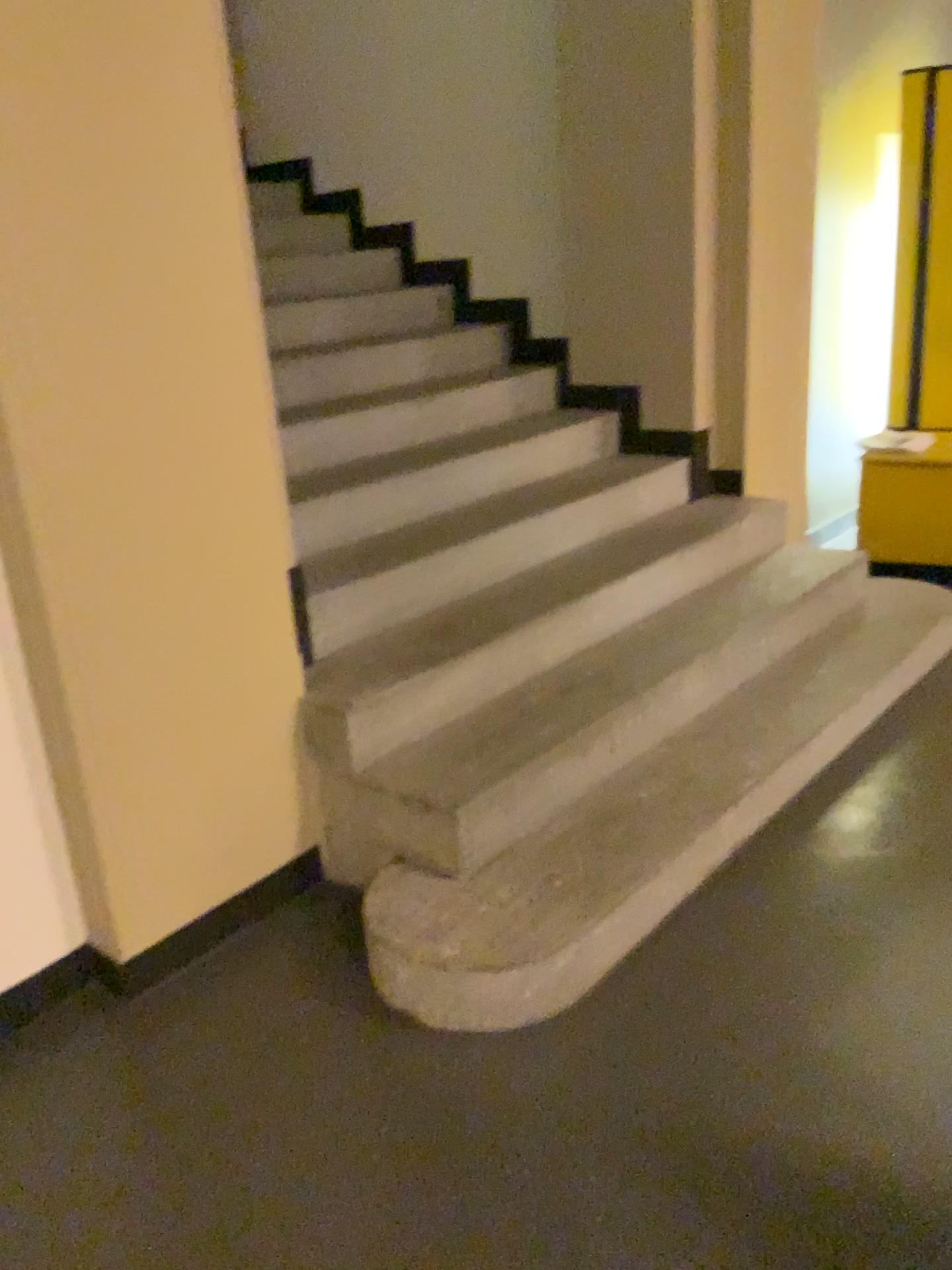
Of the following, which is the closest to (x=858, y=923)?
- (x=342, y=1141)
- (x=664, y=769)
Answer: (x=664, y=769)

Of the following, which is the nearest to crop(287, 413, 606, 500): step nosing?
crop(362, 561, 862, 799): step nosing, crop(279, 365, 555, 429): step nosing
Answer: crop(279, 365, 555, 429): step nosing

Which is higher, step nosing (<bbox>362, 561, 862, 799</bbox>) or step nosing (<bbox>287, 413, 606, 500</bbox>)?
step nosing (<bbox>287, 413, 606, 500</bbox>)

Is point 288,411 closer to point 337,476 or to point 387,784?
point 337,476

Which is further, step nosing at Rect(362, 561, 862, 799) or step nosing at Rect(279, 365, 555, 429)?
step nosing at Rect(279, 365, 555, 429)

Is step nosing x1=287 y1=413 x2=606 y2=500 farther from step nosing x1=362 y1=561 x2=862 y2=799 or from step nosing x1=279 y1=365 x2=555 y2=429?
step nosing x1=362 y1=561 x2=862 y2=799

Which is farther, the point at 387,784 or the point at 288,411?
the point at 288,411

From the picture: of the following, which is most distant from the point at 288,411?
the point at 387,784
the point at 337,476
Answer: the point at 387,784

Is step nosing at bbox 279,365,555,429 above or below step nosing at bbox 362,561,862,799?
above
